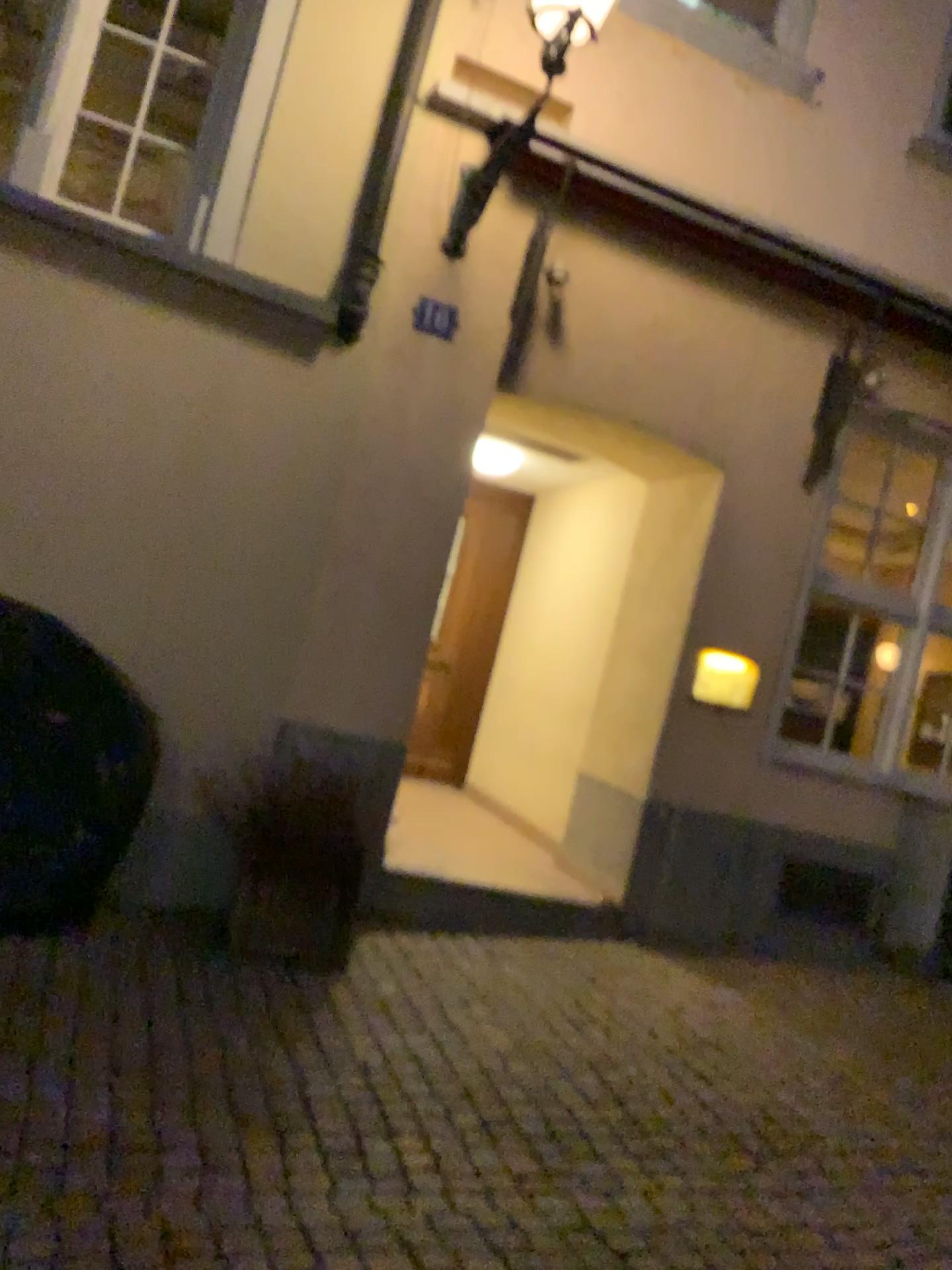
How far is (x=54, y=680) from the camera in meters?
4.5 m

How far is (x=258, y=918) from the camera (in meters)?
4.31

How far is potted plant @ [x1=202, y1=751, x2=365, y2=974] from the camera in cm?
431
